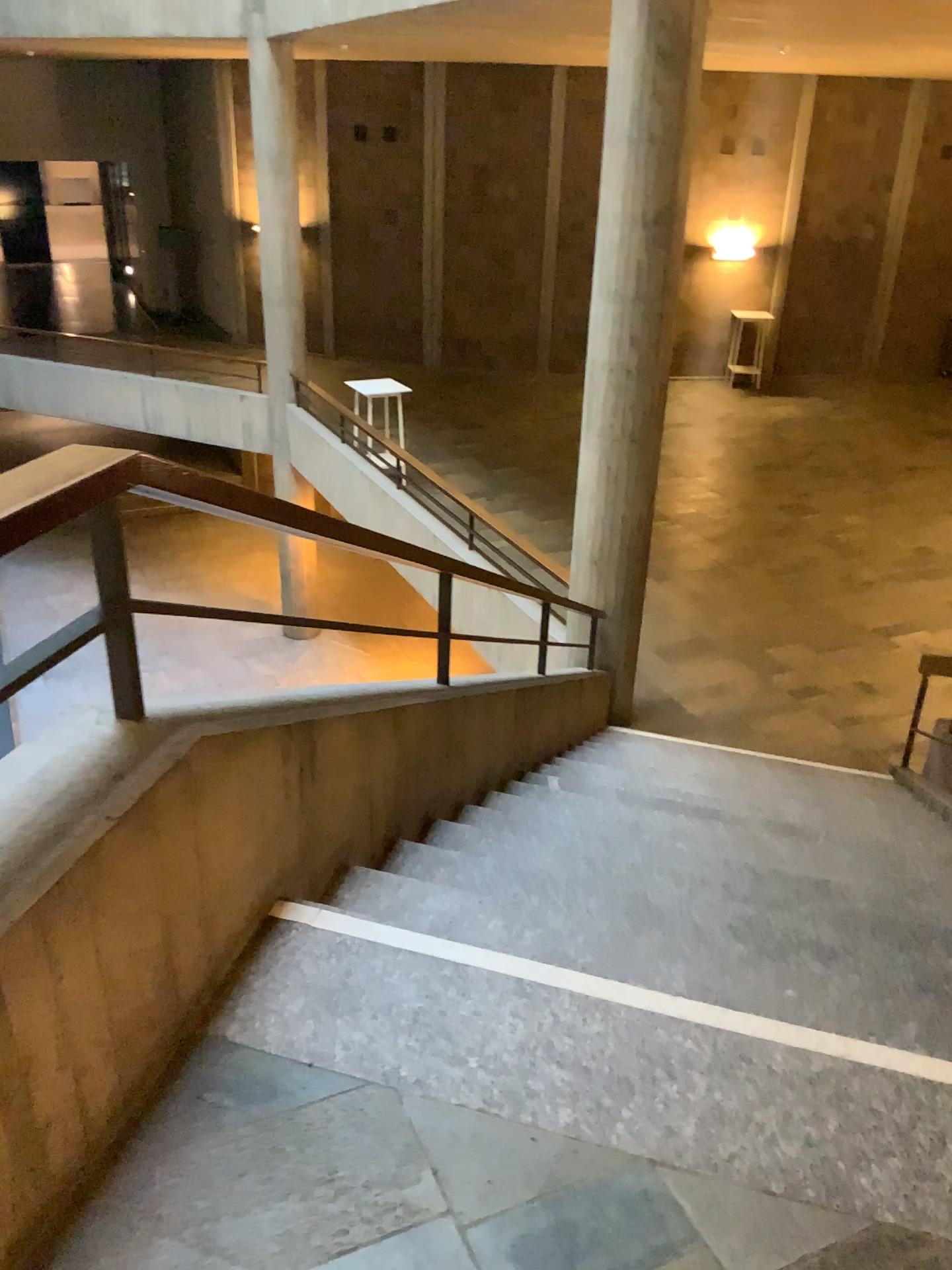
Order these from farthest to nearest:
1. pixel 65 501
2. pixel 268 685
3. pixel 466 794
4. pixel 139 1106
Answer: pixel 466 794
pixel 268 685
pixel 139 1106
pixel 65 501
